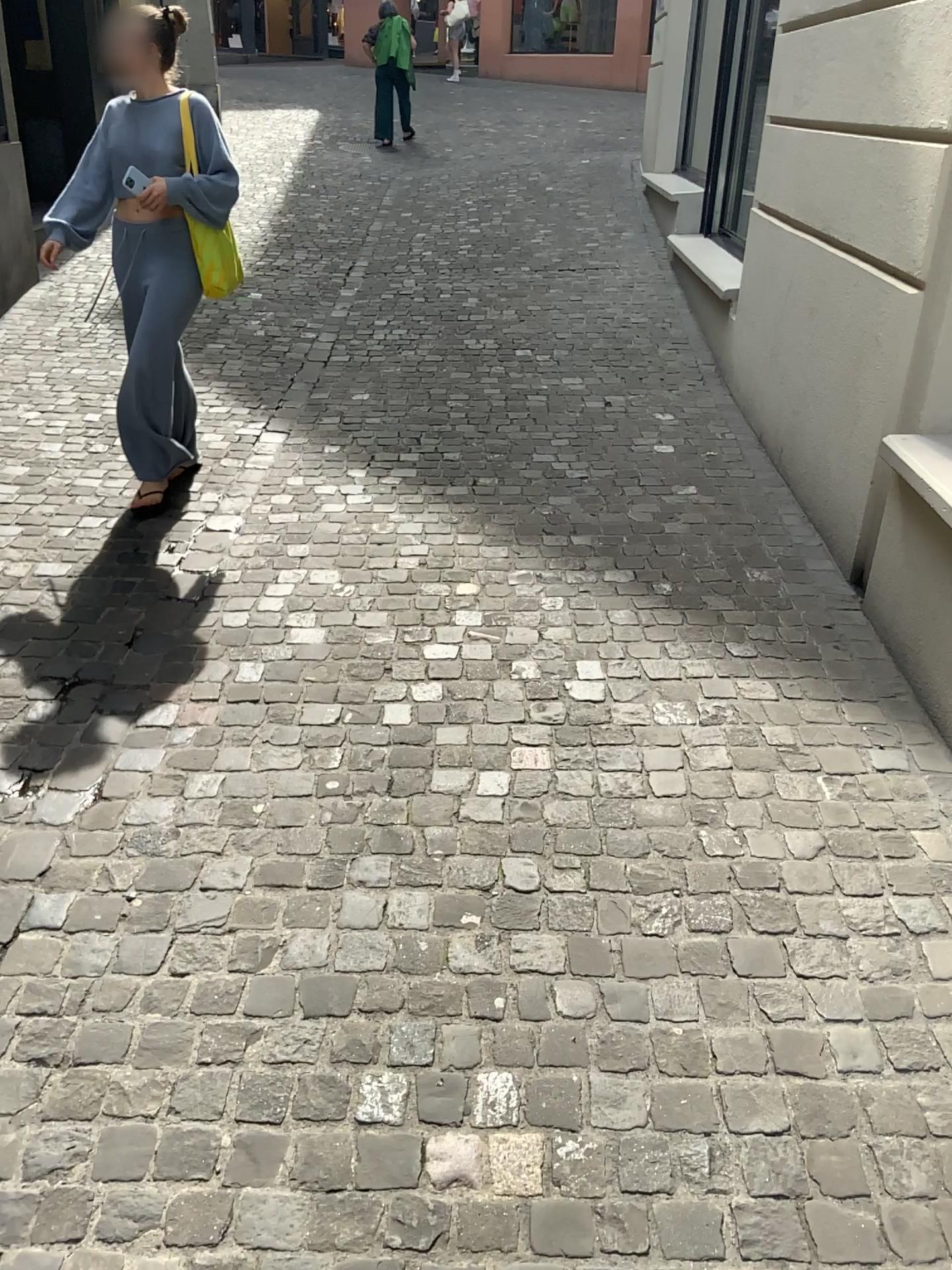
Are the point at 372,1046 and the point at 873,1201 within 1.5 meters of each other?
yes
